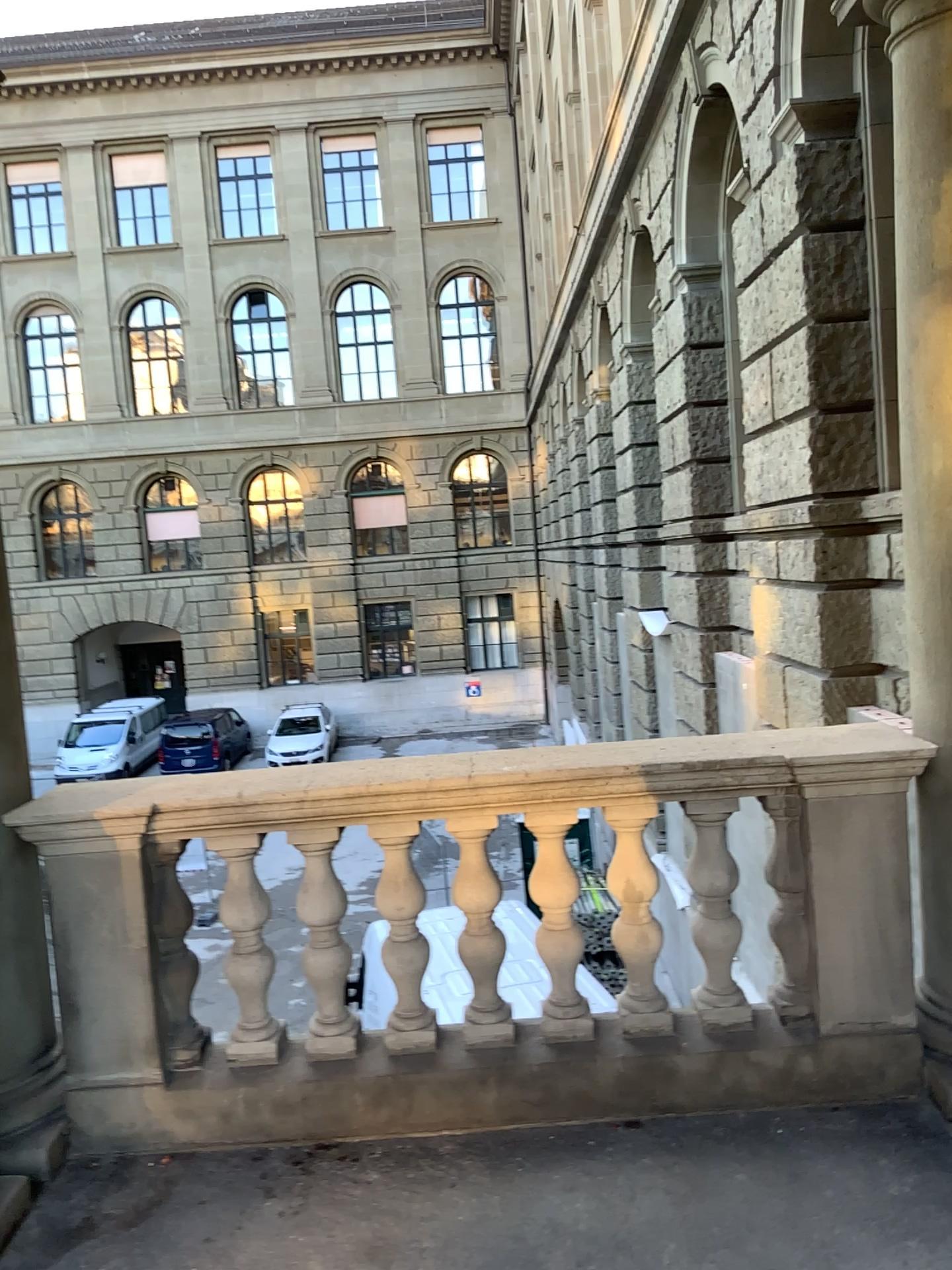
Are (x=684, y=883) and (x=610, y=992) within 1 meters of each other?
yes
